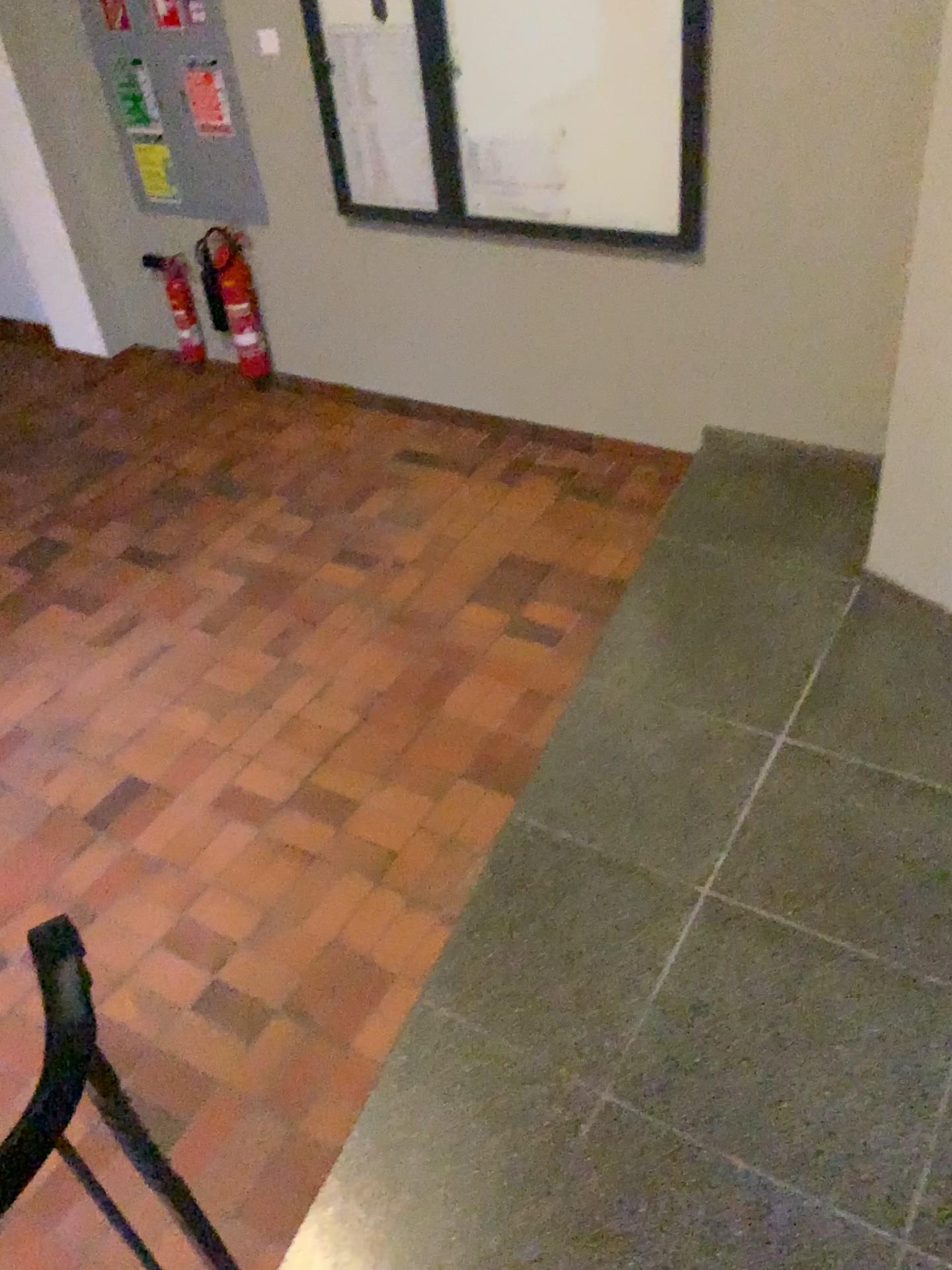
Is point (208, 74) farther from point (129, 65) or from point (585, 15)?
point (585, 15)

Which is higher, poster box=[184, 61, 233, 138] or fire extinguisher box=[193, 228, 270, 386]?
poster box=[184, 61, 233, 138]

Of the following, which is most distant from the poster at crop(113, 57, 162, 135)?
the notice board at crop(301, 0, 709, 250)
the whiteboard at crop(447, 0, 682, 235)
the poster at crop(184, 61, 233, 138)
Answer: the whiteboard at crop(447, 0, 682, 235)

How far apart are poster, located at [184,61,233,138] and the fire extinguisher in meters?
0.5 m

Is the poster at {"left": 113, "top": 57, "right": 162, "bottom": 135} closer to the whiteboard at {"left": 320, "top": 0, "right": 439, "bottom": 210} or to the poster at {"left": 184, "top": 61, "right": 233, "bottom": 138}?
the poster at {"left": 184, "top": 61, "right": 233, "bottom": 138}

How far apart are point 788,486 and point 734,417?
0.4 meters

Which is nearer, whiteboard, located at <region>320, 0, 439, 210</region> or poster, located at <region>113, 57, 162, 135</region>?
whiteboard, located at <region>320, 0, 439, 210</region>

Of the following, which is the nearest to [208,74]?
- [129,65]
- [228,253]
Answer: [129,65]

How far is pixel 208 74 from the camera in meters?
4.2

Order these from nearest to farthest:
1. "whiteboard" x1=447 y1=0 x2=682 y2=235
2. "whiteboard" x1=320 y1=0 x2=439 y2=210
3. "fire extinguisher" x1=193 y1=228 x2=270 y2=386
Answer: "whiteboard" x1=447 y1=0 x2=682 y2=235, "whiteboard" x1=320 y1=0 x2=439 y2=210, "fire extinguisher" x1=193 y1=228 x2=270 y2=386
